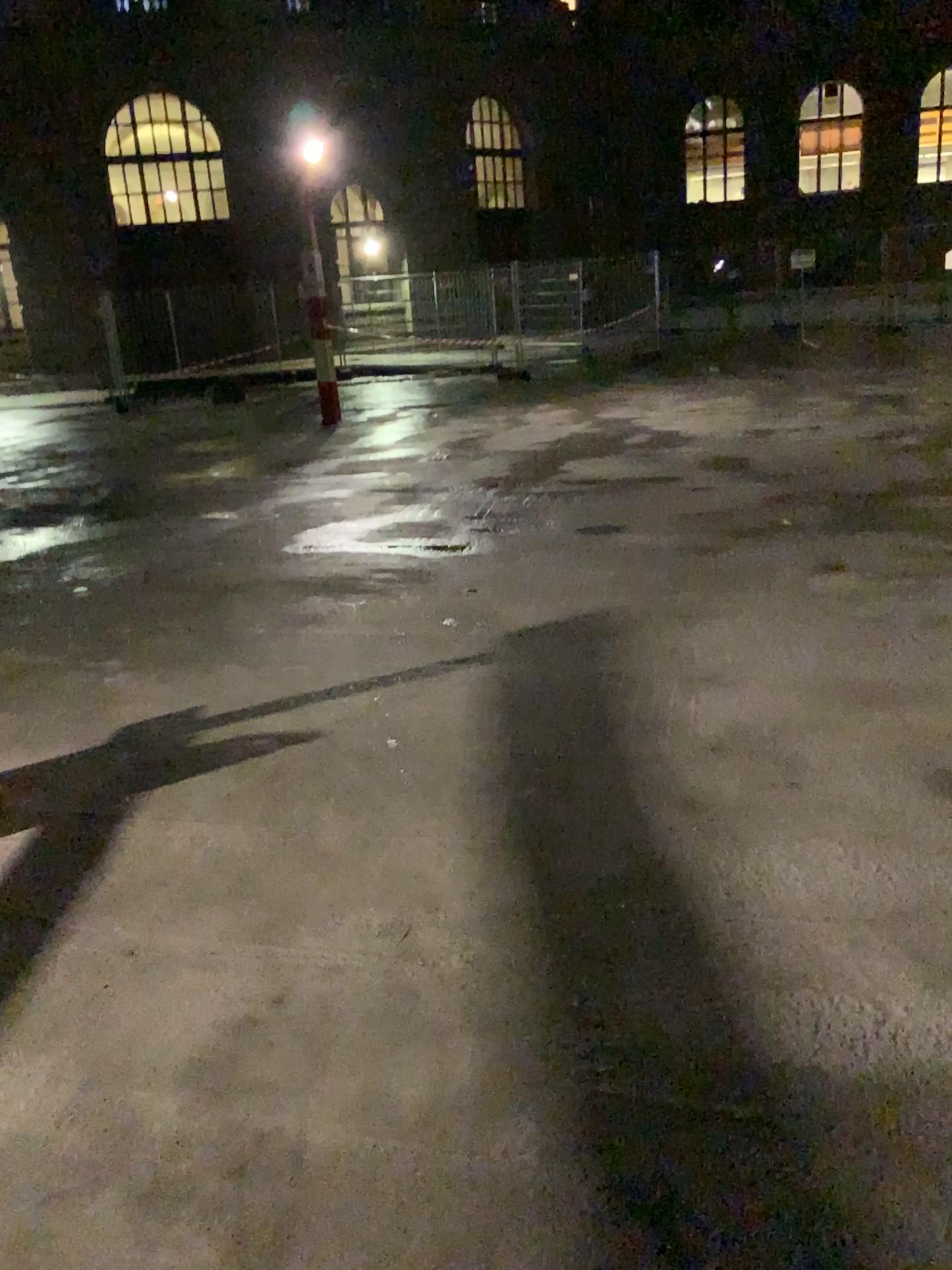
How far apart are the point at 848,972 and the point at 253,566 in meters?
4.0
